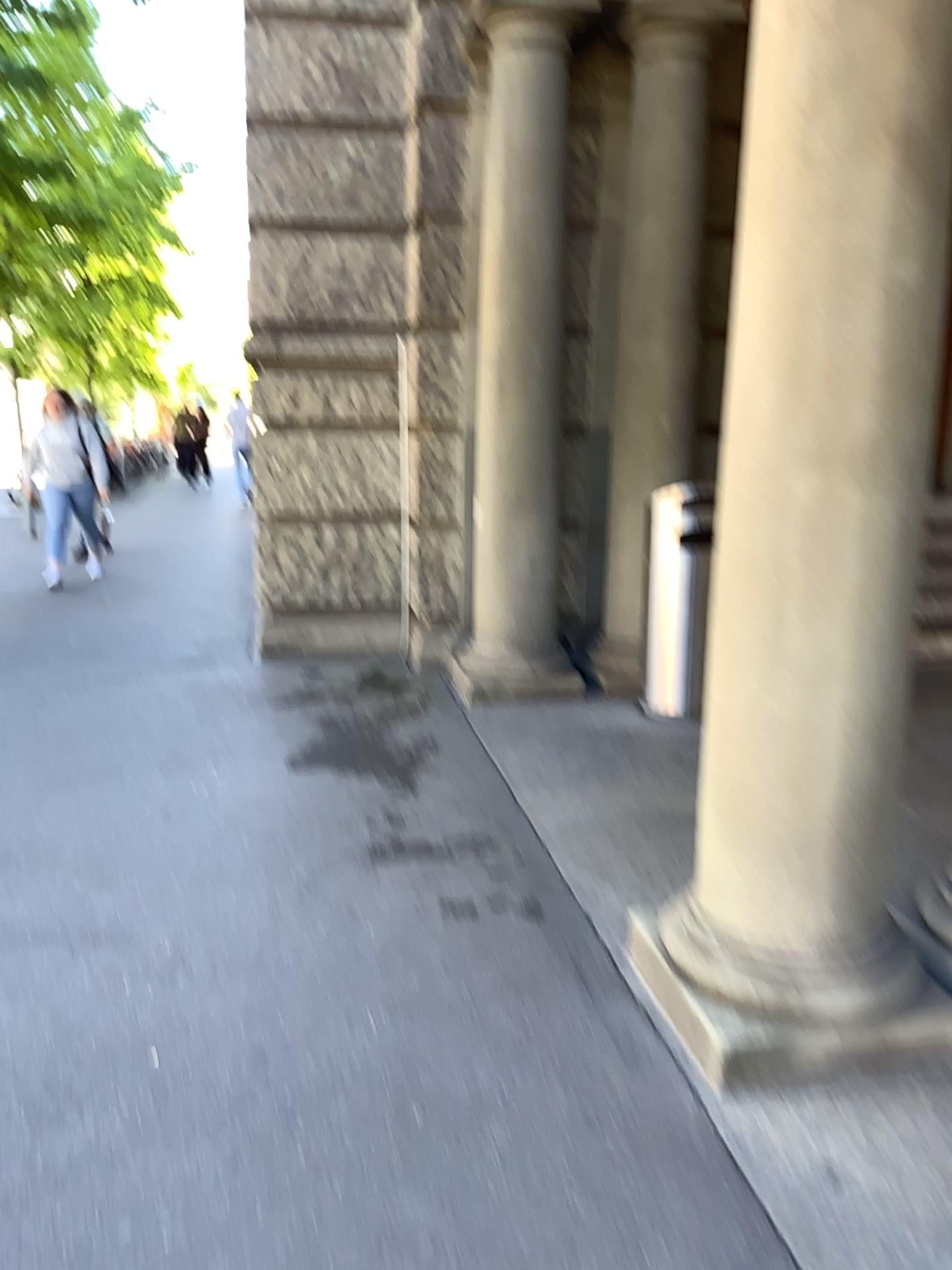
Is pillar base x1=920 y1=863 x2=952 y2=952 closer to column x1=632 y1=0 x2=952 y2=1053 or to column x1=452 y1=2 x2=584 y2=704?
column x1=632 y1=0 x2=952 y2=1053

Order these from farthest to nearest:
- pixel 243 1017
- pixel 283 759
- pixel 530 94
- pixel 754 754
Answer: pixel 530 94, pixel 283 759, pixel 243 1017, pixel 754 754

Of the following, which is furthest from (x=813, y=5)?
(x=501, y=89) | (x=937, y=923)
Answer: (x=501, y=89)

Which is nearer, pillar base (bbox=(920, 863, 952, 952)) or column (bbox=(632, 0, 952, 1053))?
column (bbox=(632, 0, 952, 1053))

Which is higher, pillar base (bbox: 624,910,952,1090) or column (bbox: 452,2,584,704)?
column (bbox: 452,2,584,704)

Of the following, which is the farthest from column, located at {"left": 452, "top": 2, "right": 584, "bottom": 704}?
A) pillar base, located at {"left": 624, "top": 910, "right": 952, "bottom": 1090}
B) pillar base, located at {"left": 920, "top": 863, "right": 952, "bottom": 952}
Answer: pillar base, located at {"left": 624, "top": 910, "right": 952, "bottom": 1090}

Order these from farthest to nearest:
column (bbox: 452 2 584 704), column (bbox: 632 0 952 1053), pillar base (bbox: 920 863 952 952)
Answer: column (bbox: 452 2 584 704), pillar base (bbox: 920 863 952 952), column (bbox: 632 0 952 1053)

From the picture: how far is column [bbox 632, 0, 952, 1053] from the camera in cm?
196

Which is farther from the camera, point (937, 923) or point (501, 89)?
point (501, 89)

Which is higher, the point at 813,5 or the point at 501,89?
the point at 501,89
